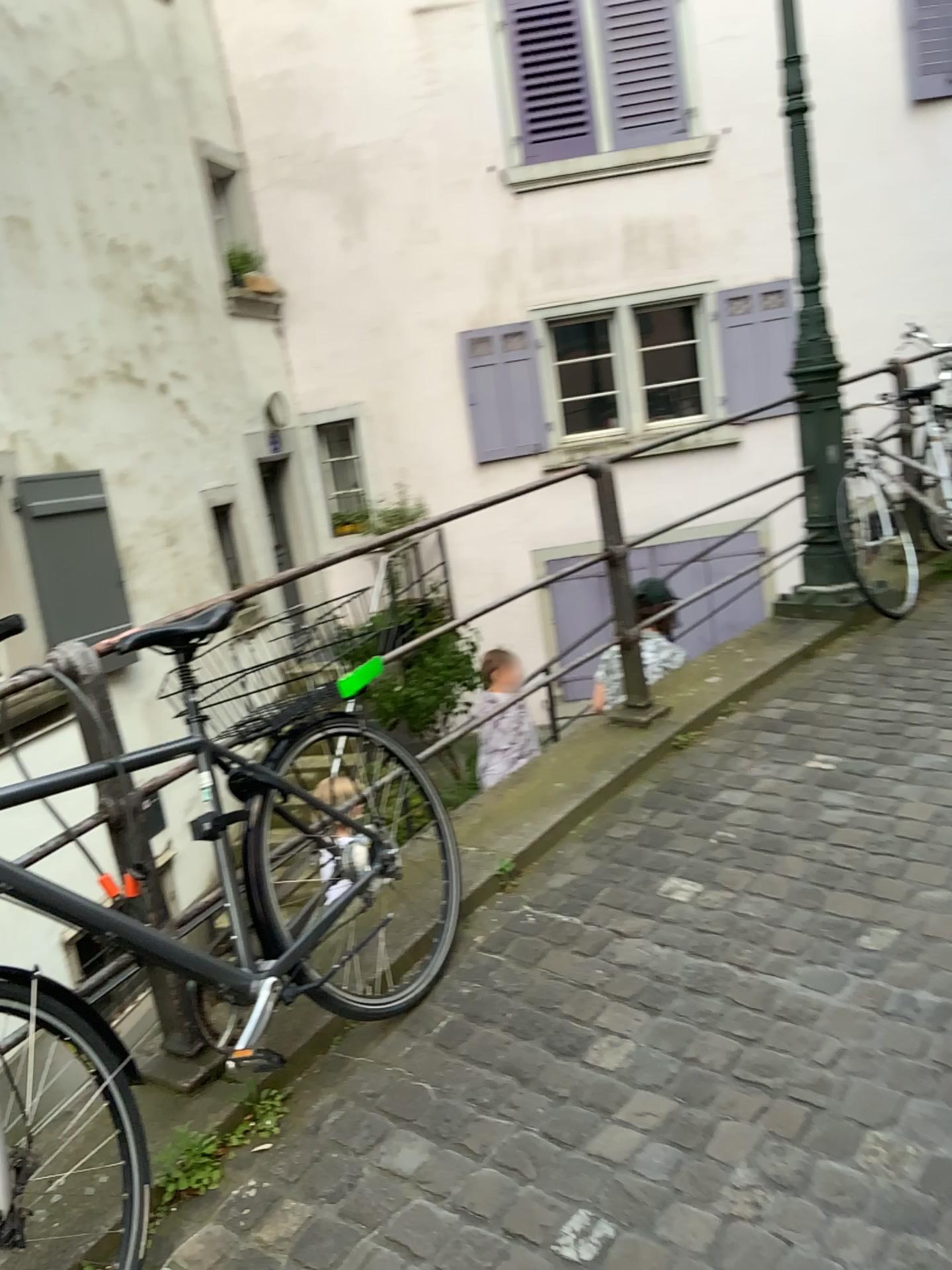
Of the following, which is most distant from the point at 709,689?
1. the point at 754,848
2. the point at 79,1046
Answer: the point at 79,1046
